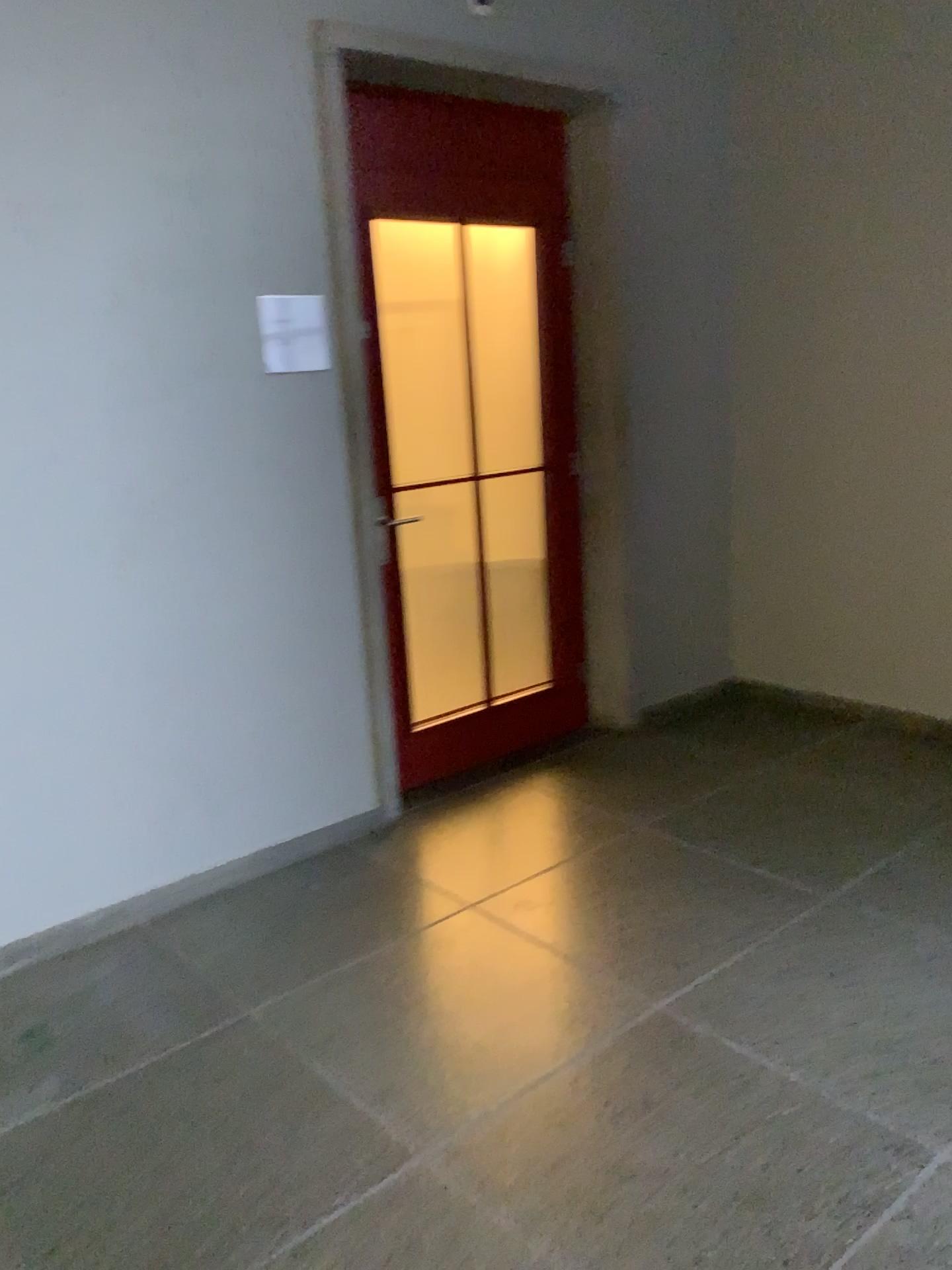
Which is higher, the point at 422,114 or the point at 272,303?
the point at 422,114

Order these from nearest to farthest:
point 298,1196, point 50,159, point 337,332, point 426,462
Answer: point 298,1196 < point 50,159 < point 337,332 < point 426,462

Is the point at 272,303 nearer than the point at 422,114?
Yes

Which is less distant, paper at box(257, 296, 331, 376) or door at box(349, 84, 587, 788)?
paper at box(257, 296, 331, 376)

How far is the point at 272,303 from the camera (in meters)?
3.04

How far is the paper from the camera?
3.0 meters
